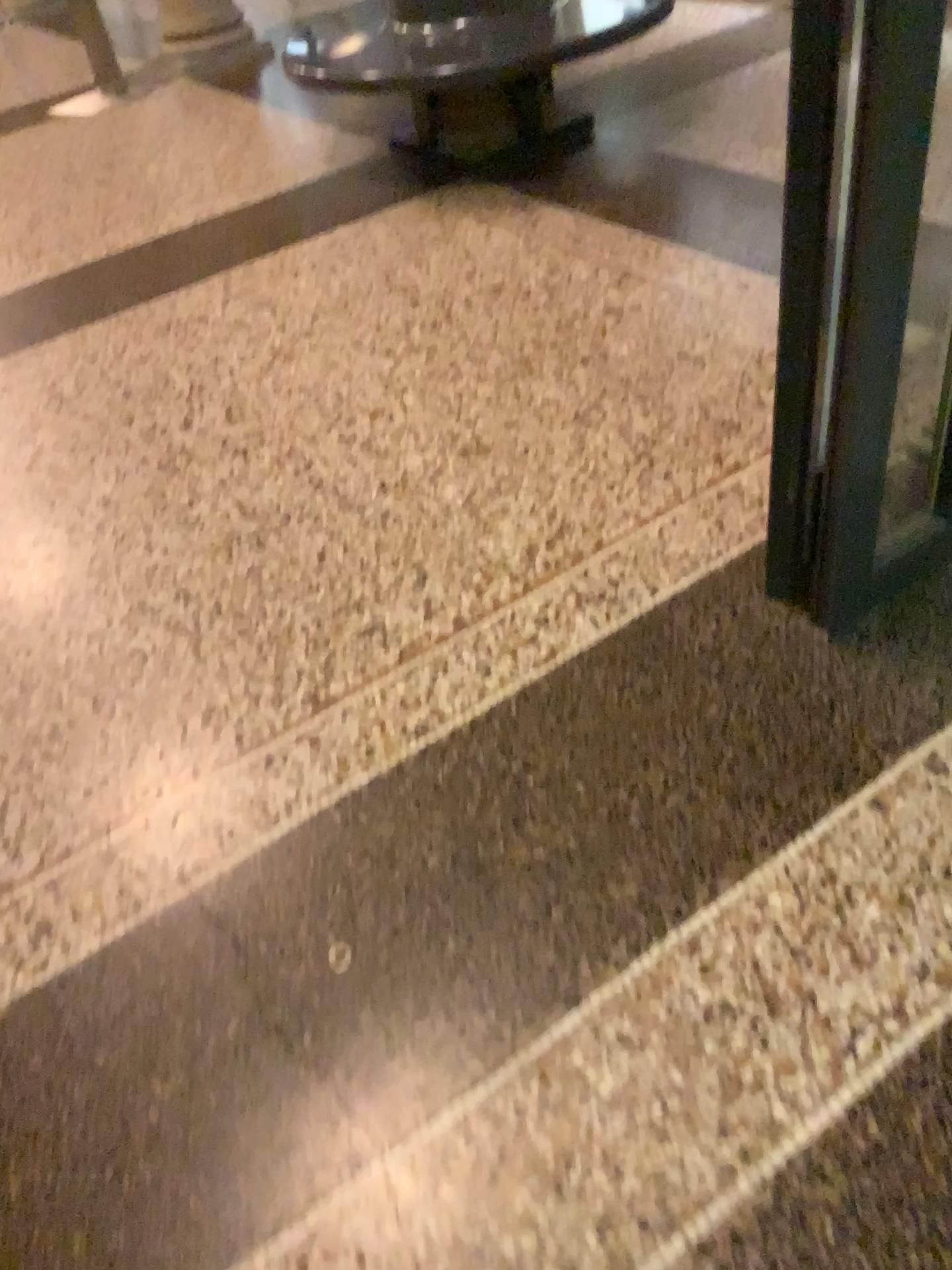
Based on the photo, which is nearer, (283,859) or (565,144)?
(283,859)
